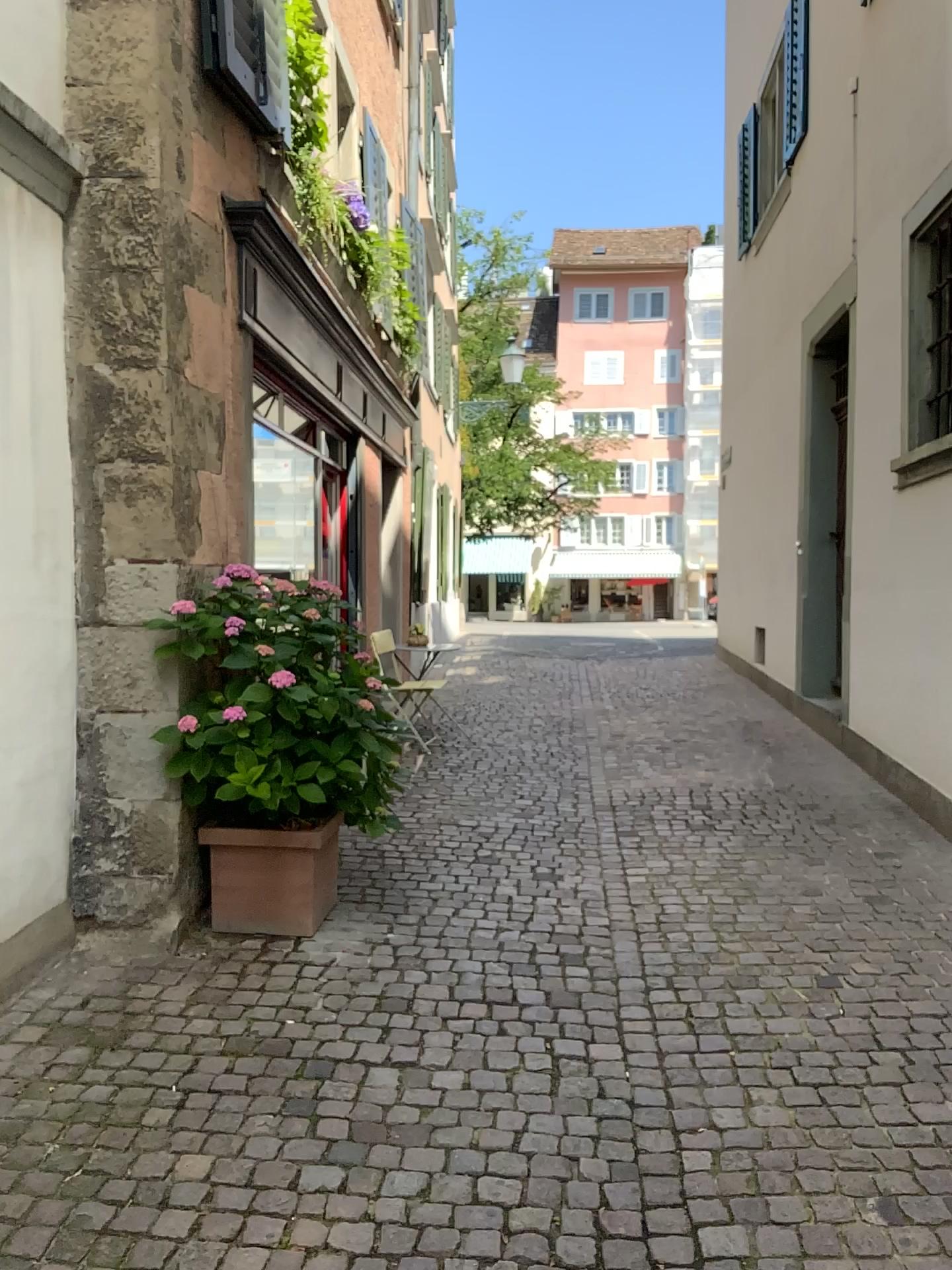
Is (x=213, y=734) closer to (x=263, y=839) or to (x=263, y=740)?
(x=263, y=740)

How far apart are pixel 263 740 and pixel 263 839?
0.4 meters

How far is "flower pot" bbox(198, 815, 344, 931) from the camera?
3.8m

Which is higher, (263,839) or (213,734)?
(213,734)

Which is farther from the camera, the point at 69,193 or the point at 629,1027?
the point at 69,193

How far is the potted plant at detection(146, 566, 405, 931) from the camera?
3.6m
